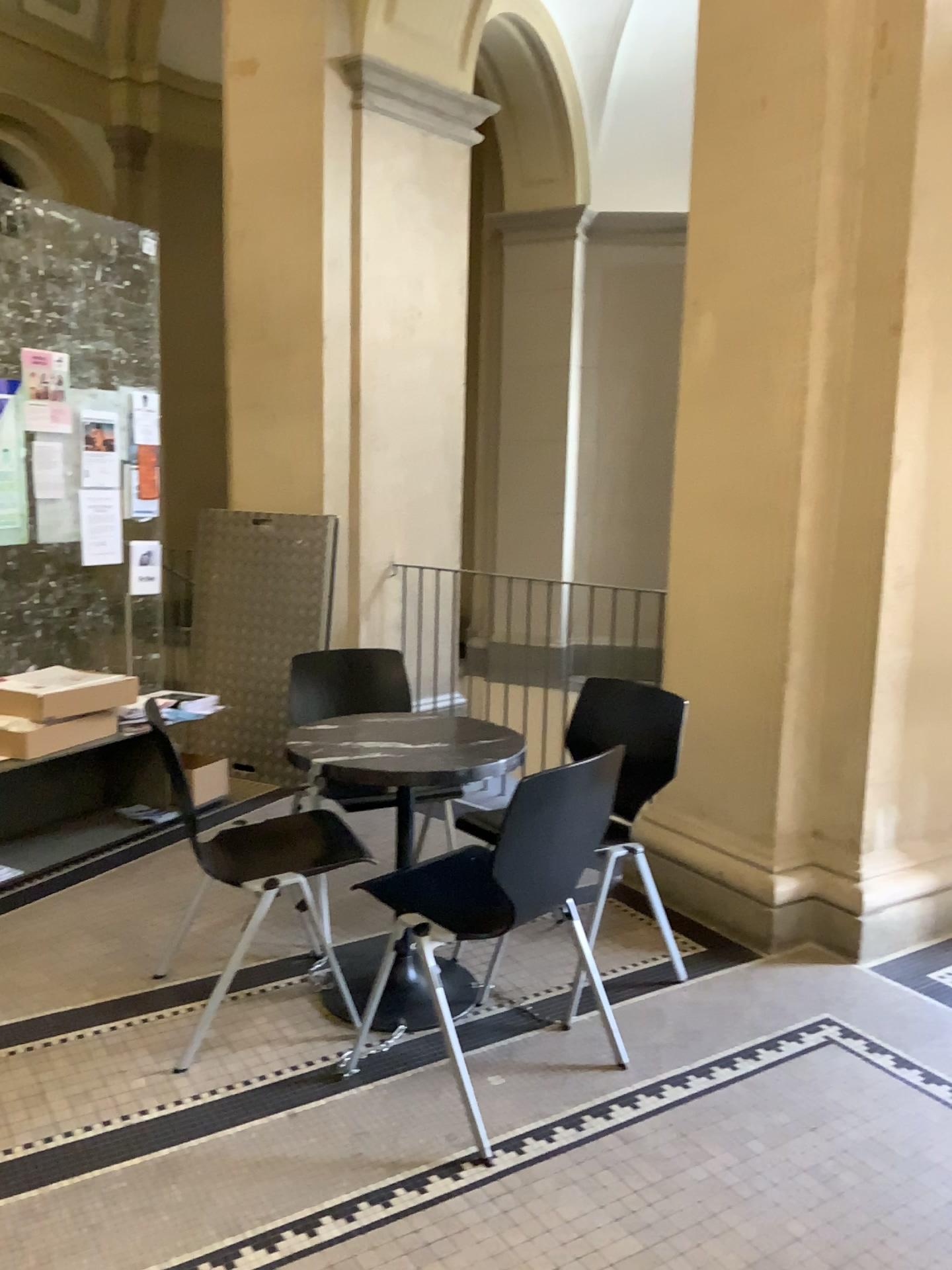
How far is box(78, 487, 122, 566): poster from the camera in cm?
421

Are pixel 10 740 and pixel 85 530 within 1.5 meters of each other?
yes

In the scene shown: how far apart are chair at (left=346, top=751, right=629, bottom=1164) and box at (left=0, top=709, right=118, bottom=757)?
1.7 meters

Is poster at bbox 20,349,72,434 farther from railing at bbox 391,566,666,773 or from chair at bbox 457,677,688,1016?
chair at bbox 457,677,688,1016

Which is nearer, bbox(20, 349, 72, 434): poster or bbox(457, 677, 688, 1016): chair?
bbox(457, 677, 688, 1016): chair

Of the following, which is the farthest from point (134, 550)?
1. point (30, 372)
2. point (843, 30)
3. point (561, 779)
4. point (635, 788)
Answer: point (843, 30)

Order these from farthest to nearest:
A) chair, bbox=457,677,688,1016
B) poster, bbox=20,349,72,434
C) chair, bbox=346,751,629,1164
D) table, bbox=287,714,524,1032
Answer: poster, bbox=20,349,72,434
chair, bbox=457,677,688,1016
table, bbox=287,714,524,1032
chair, bbox=346,751,629,1164

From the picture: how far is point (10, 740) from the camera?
3.6 meters

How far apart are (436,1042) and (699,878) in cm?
119

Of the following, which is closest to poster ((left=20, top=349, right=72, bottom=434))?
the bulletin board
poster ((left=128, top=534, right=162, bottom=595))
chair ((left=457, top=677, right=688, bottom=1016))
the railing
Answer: the bulletin board
